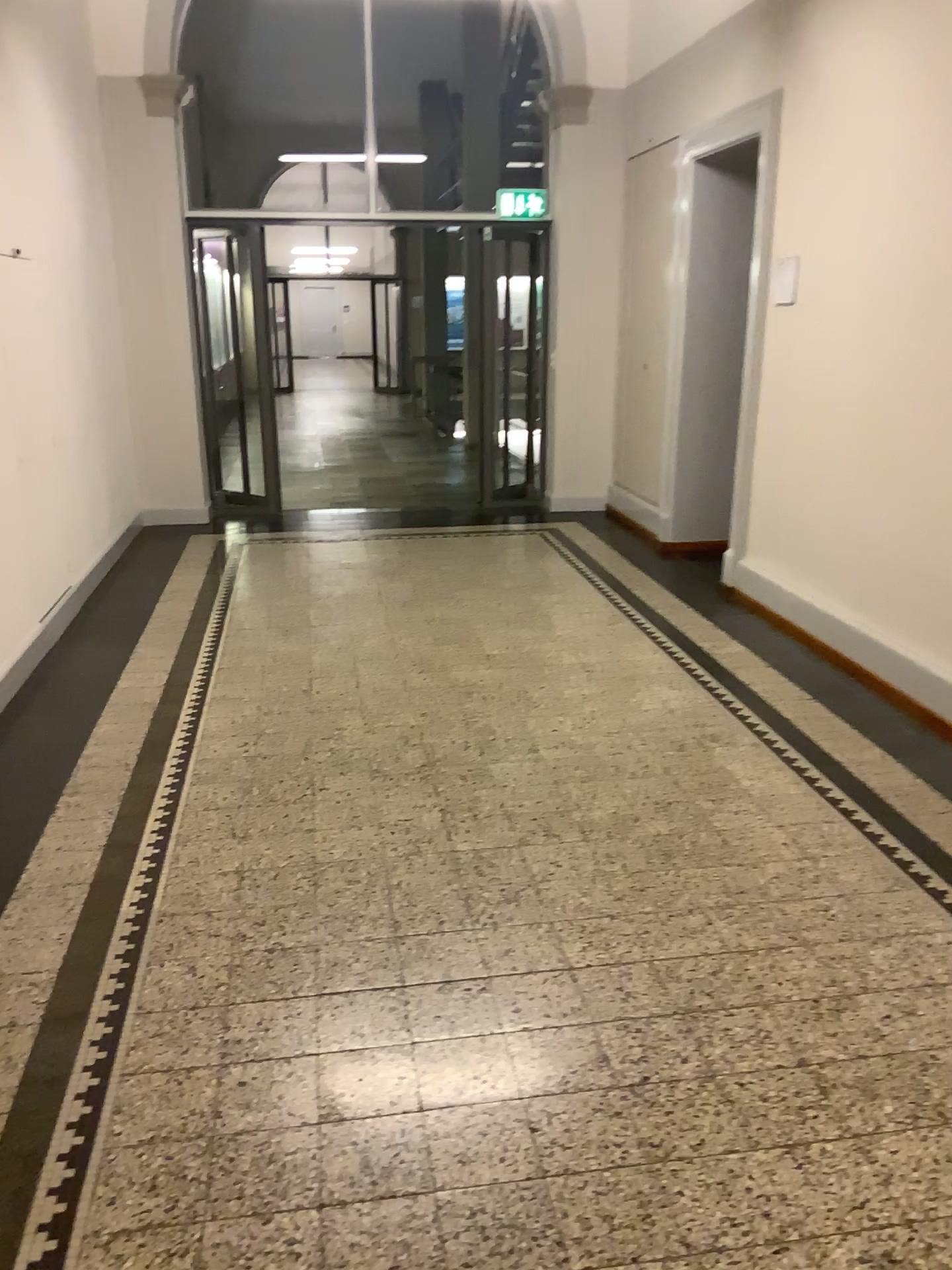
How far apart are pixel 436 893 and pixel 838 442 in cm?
277
